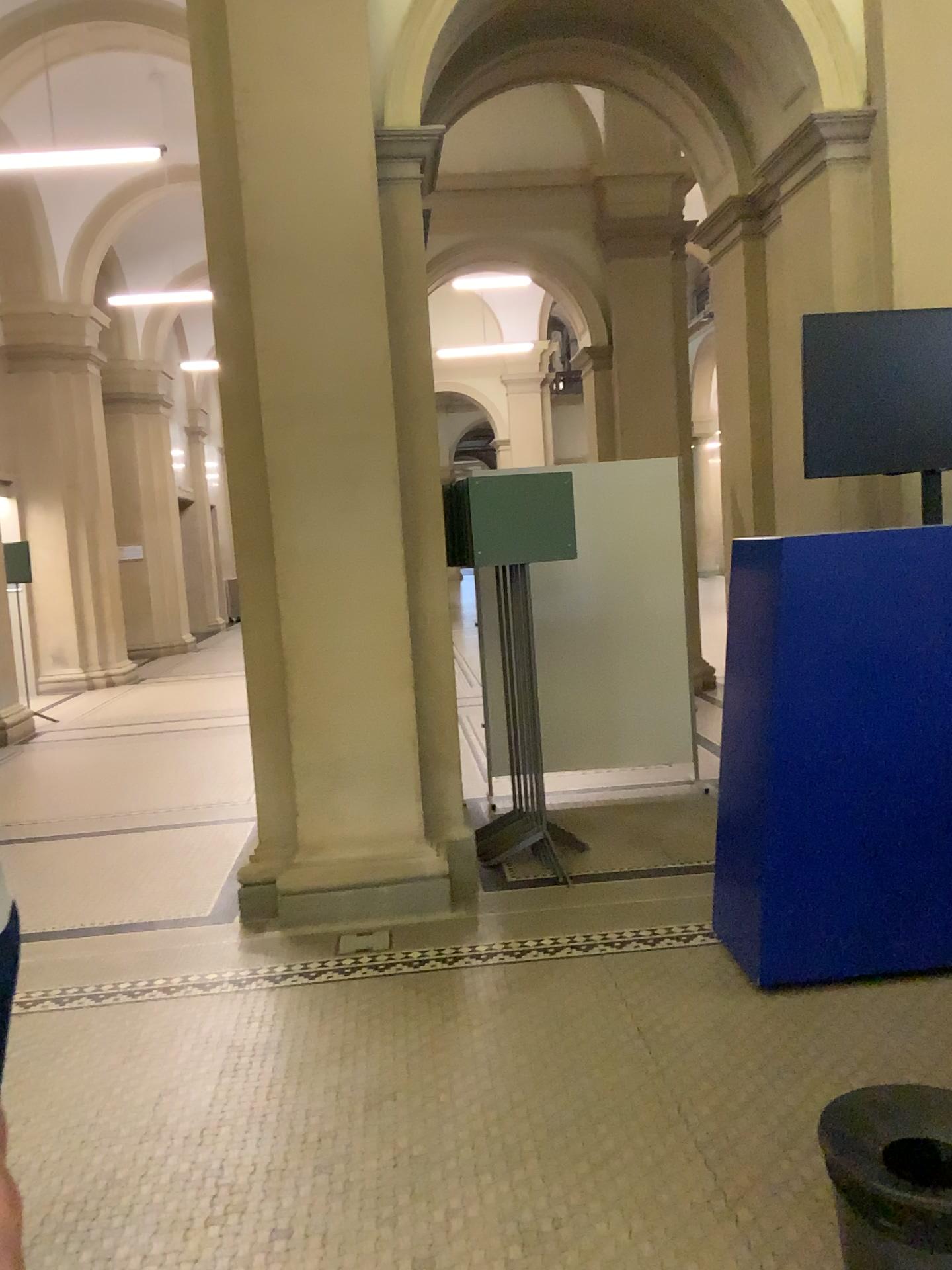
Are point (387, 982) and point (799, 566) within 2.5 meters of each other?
yes

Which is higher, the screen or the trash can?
the screen

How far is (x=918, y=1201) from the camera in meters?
1.7 m

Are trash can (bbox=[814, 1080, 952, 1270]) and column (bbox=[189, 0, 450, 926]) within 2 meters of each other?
no

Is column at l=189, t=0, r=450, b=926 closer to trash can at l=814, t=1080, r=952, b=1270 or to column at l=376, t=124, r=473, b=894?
column at l=376, t=124, r=473, b=894

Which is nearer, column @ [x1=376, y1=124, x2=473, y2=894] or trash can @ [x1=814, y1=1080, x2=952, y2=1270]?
trash can @ [x1=814, y1=1080, x2=952, y2=1270]

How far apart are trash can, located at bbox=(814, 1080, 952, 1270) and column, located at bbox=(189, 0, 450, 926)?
2.40m

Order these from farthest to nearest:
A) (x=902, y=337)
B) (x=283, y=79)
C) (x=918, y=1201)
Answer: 1. (x=283, y=79)
2. (x=902, y=337)
3. (x=918, y=1201)

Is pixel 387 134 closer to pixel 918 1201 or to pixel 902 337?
pixel 902 337

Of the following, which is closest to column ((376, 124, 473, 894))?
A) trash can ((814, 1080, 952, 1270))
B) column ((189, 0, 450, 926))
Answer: column ((189, 0, 450, 926))
